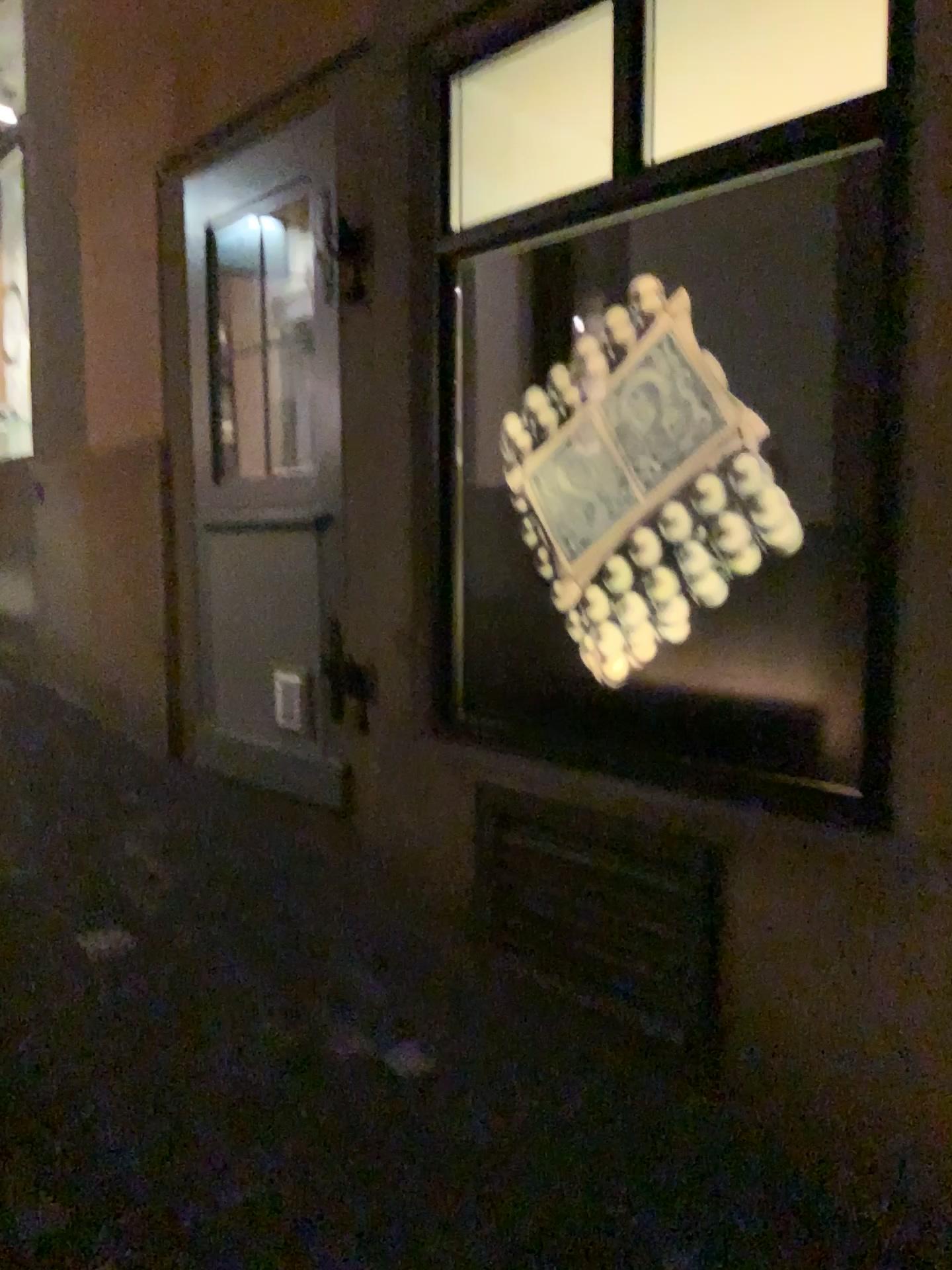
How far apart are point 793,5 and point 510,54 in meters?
0.7 m

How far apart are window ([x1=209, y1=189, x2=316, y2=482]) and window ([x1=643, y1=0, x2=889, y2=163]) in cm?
100

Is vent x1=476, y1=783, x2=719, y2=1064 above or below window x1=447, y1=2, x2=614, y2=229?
below

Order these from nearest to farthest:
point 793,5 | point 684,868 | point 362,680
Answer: point 684,868 → point 793,5 → point 362,680

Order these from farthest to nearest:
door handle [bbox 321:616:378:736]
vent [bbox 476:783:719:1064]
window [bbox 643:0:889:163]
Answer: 1. door handle [bbox 321:616:378:736]
2. window [bbox 643:0:889:163]
3. vent [bbox 476:783:719:1064]

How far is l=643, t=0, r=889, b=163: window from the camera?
2.5 meters

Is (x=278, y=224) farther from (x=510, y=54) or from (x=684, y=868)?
(x=684, y=868)

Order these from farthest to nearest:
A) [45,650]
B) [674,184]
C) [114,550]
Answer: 1. [45,650]
2. [114,550]
3. [674,184]

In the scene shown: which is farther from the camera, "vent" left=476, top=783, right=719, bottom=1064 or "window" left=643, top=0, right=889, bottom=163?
"window" left=643, top=0, right=889, bottom=163

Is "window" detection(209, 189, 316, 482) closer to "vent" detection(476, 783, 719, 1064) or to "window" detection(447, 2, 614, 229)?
"window" detection(447, 2, 614, 229)
